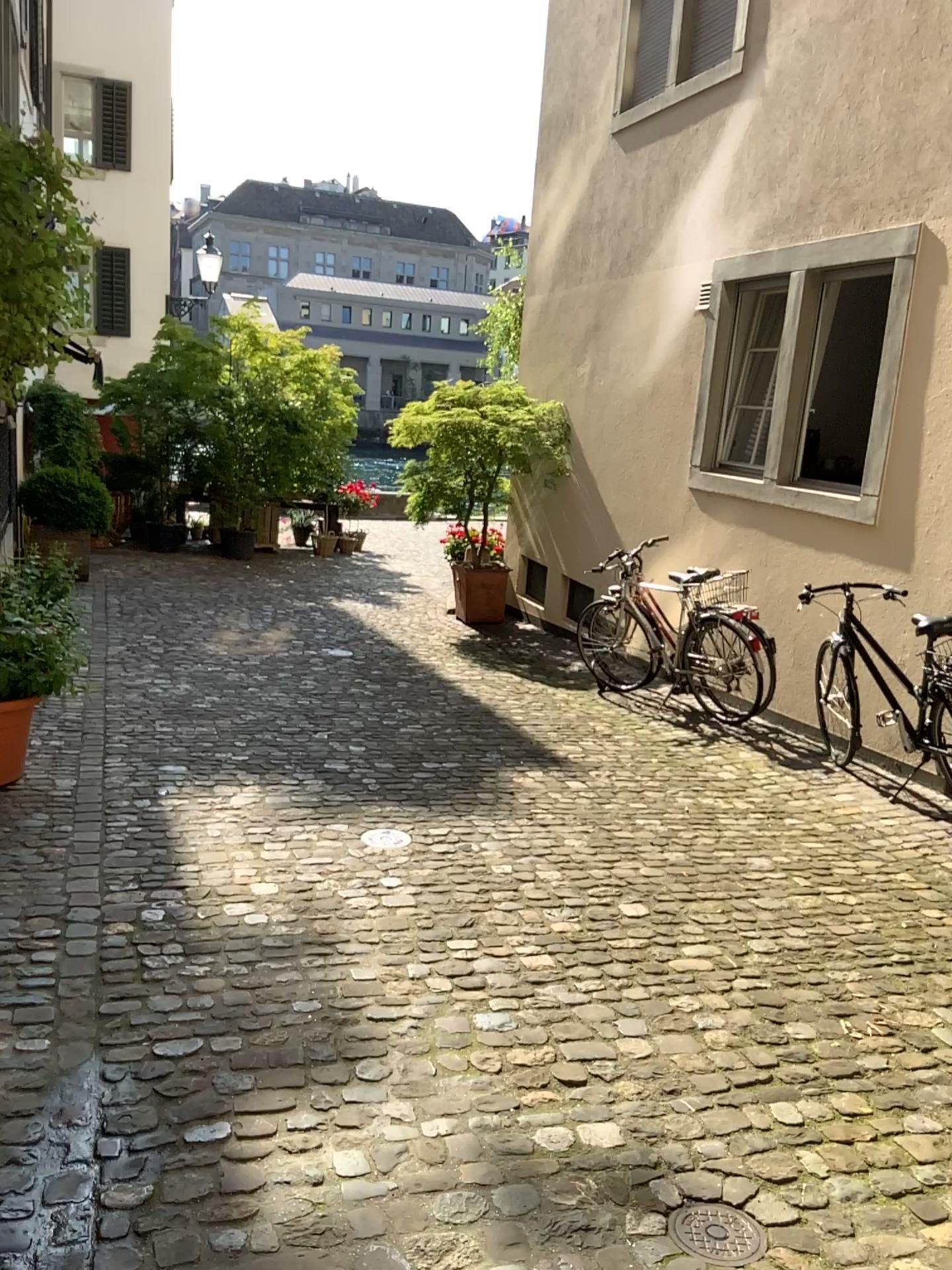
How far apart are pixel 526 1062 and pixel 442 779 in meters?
2.4

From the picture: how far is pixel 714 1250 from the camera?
2.0 meters

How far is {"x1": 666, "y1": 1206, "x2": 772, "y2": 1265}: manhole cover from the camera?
2.0m
